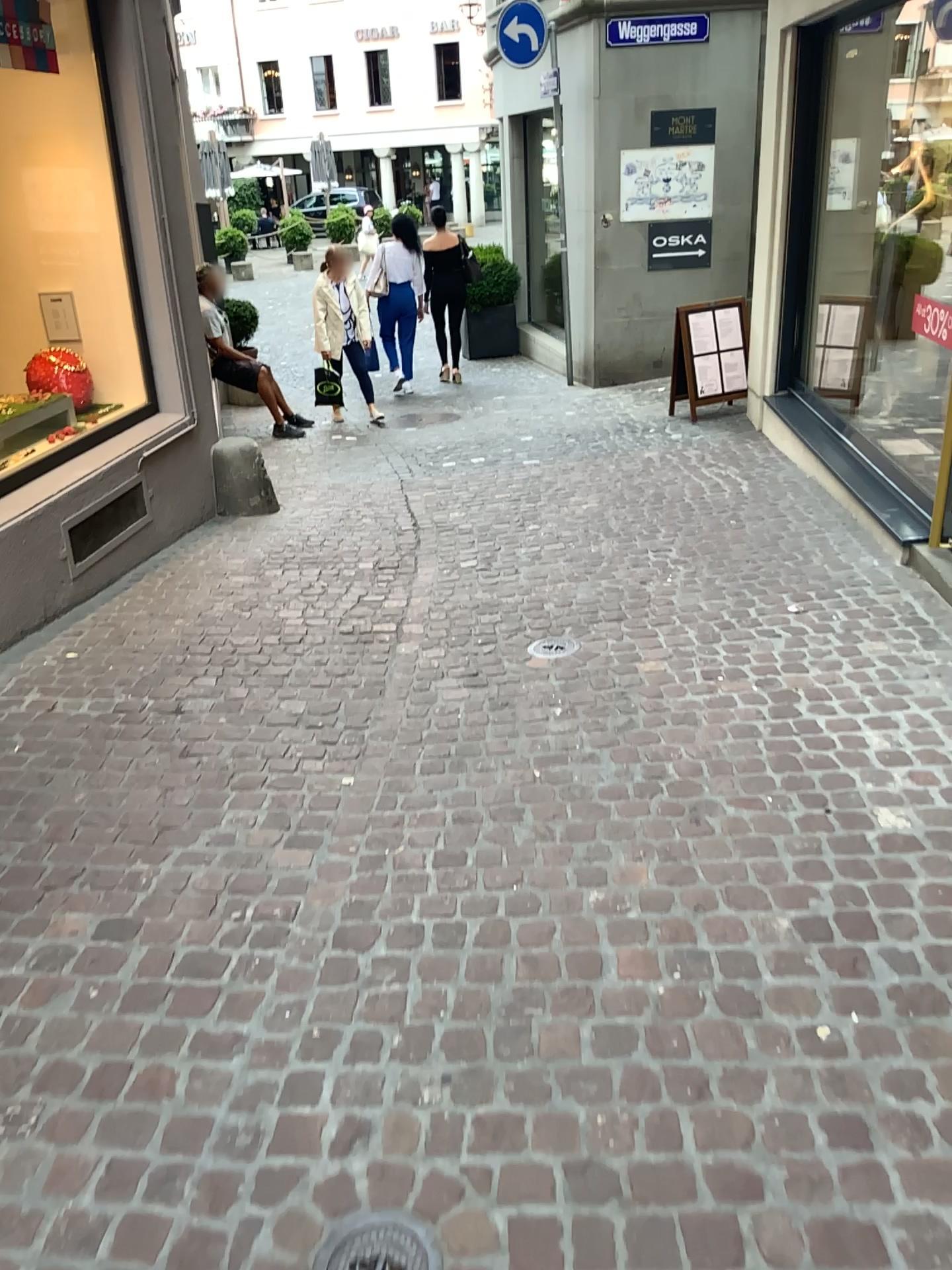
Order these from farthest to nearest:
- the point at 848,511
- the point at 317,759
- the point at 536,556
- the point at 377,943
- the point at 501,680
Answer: the point at 848,511 < the point at 536,556 < the point at 501,680 < the point at 317,759 < the point at 377,943

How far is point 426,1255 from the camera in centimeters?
167cm

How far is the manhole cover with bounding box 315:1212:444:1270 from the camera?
1.7 meters
